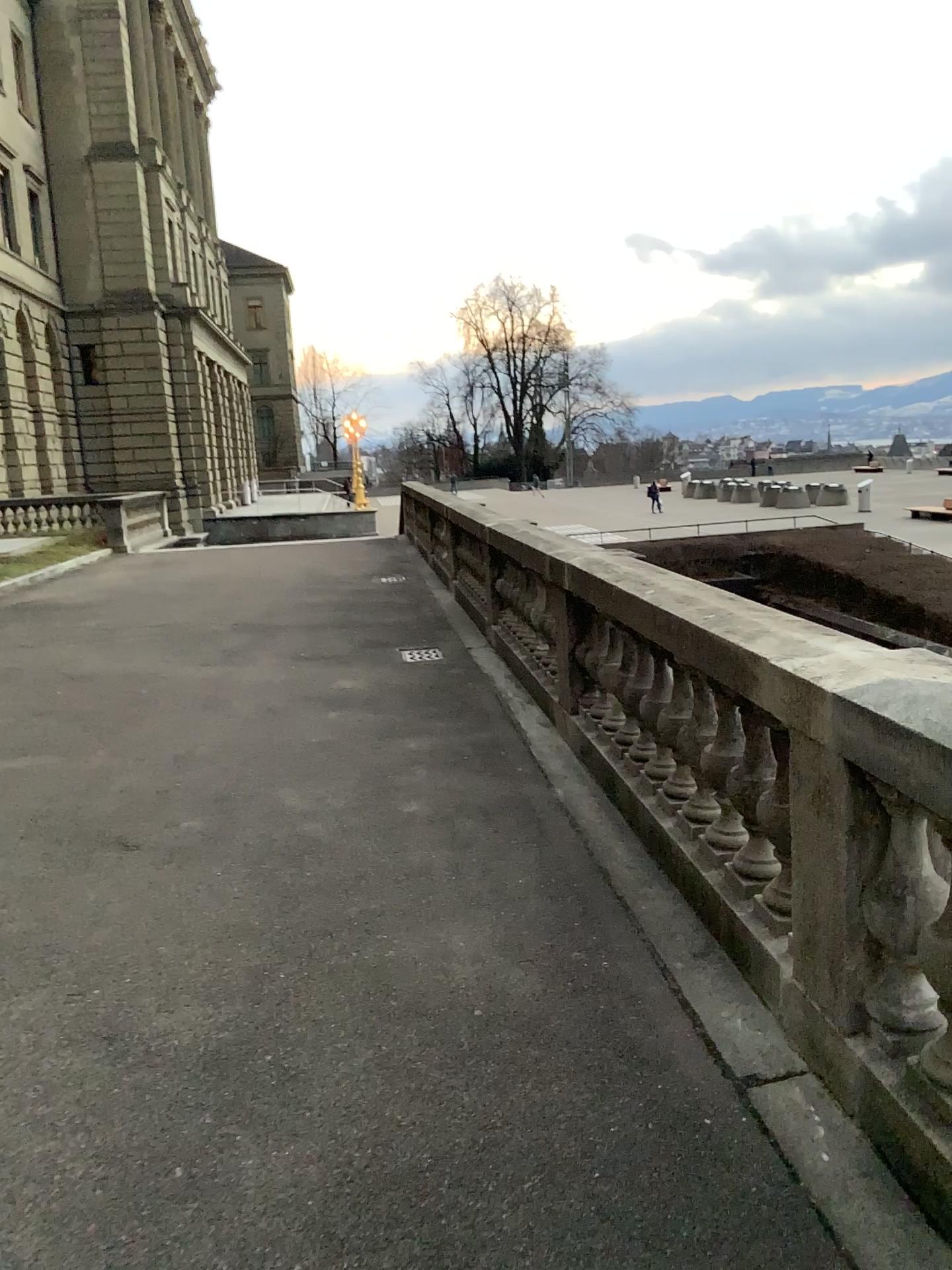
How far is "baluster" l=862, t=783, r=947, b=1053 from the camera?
2.4m

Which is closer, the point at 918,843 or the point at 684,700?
the point at 918,843

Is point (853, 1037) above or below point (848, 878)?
below

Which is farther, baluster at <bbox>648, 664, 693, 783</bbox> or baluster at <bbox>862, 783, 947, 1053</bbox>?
baluster at <bbox>648, 664, 693, 783</bbox>

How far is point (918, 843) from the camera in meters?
2.4
